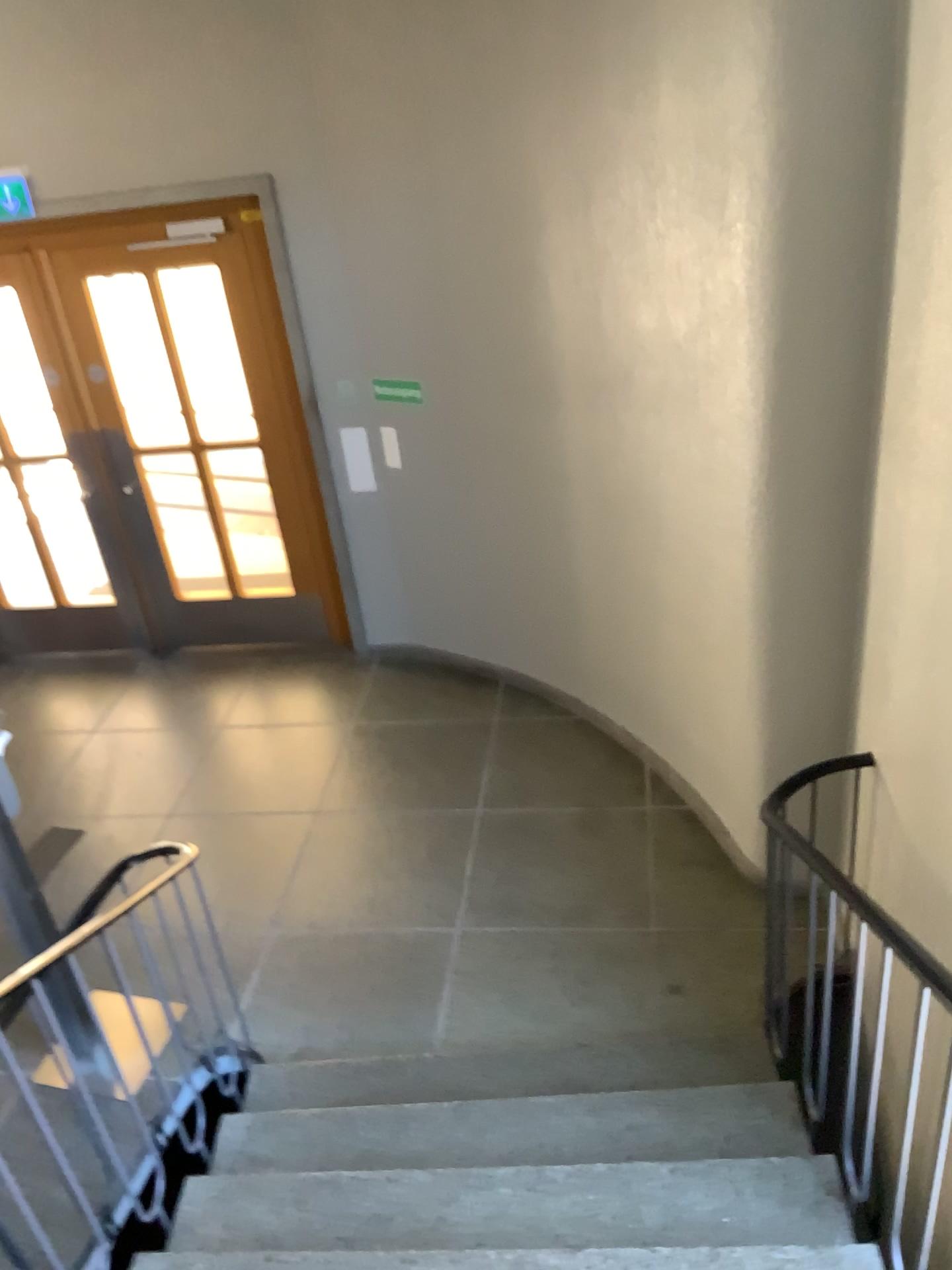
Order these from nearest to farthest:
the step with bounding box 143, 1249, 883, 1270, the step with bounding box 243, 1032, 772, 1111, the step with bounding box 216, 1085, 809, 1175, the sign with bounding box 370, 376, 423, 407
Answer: the step with bounding box 143, 1249, 883, 1270
the step with bounding box 216, 1085, 809, 1175
the step with bounding box 243, 1032, 772, 1111
the sign with bounding box 370, 376, 423, 407

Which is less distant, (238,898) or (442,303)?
(238,898)

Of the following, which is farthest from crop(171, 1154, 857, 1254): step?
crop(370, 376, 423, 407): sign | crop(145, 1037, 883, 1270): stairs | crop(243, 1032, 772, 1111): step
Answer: crop(370, 376, 423, 407): sign

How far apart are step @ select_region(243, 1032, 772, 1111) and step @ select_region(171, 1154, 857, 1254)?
0.5 meters

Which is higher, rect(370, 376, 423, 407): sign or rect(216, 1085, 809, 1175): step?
rect(370, 376, 423, 407): sign

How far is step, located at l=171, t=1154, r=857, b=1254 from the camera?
2.45m

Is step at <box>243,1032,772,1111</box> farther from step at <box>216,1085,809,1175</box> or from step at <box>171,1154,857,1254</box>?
step at <box>171,1154,857,1254</box>

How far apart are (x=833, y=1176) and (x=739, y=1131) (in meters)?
0.32

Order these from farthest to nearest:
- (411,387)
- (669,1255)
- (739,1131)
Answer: (411,387) < (739,1131) < (669,1255)

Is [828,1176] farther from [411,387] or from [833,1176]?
[411,387]
